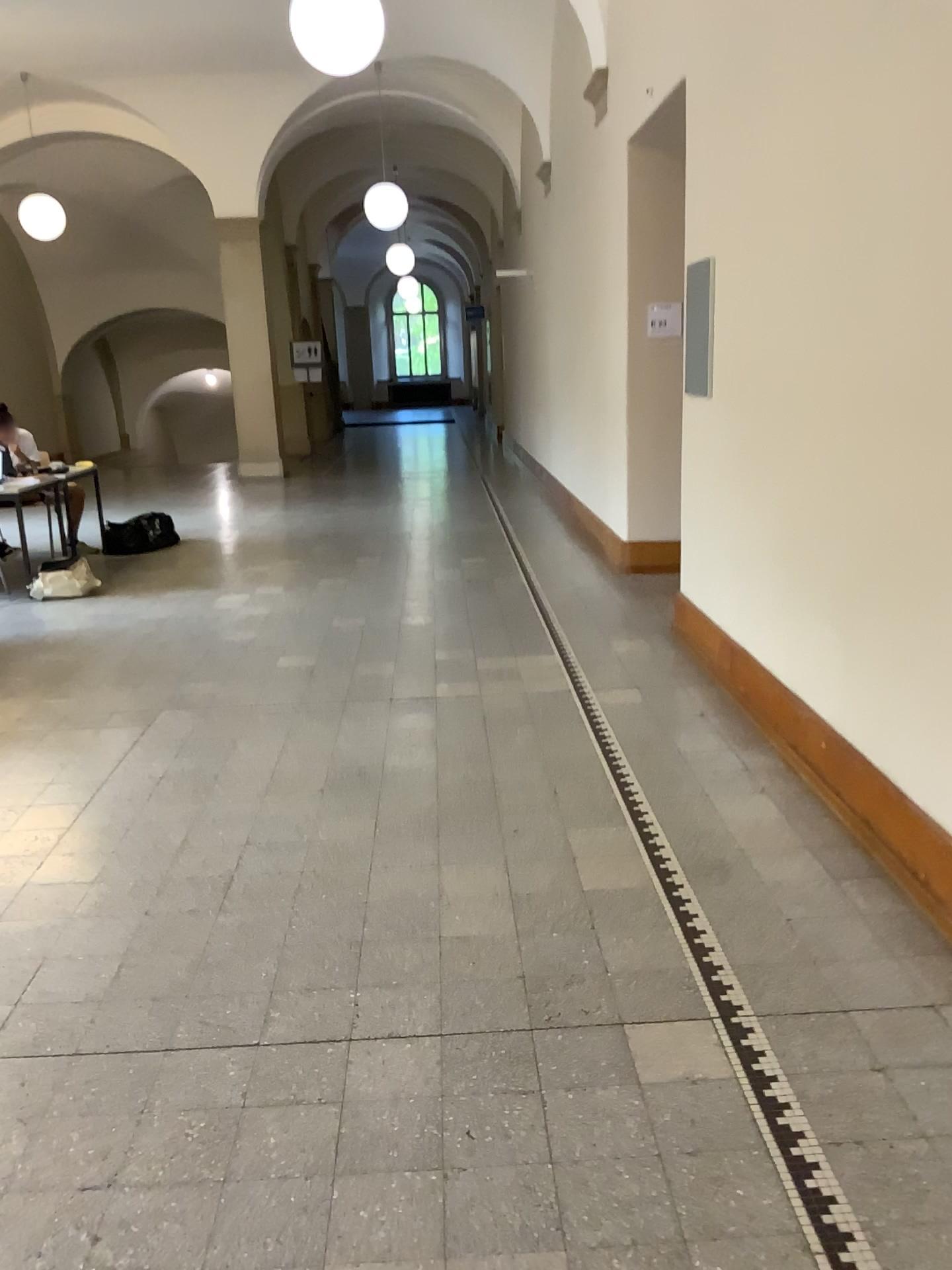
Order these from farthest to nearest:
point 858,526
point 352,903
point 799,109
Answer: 1. point 799,109
2. point 858,526
3. point 352,903
